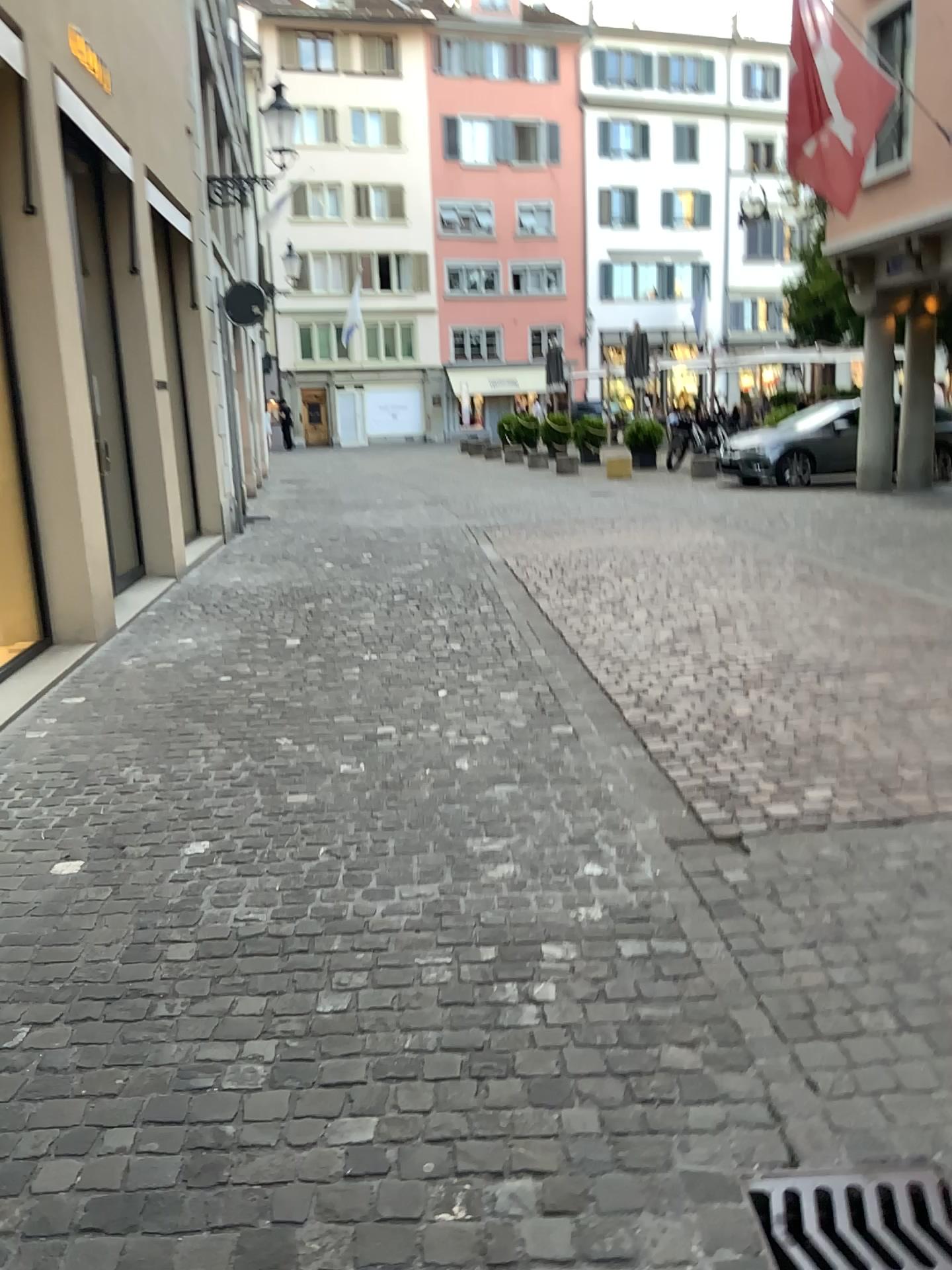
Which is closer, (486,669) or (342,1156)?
(342,1156)
